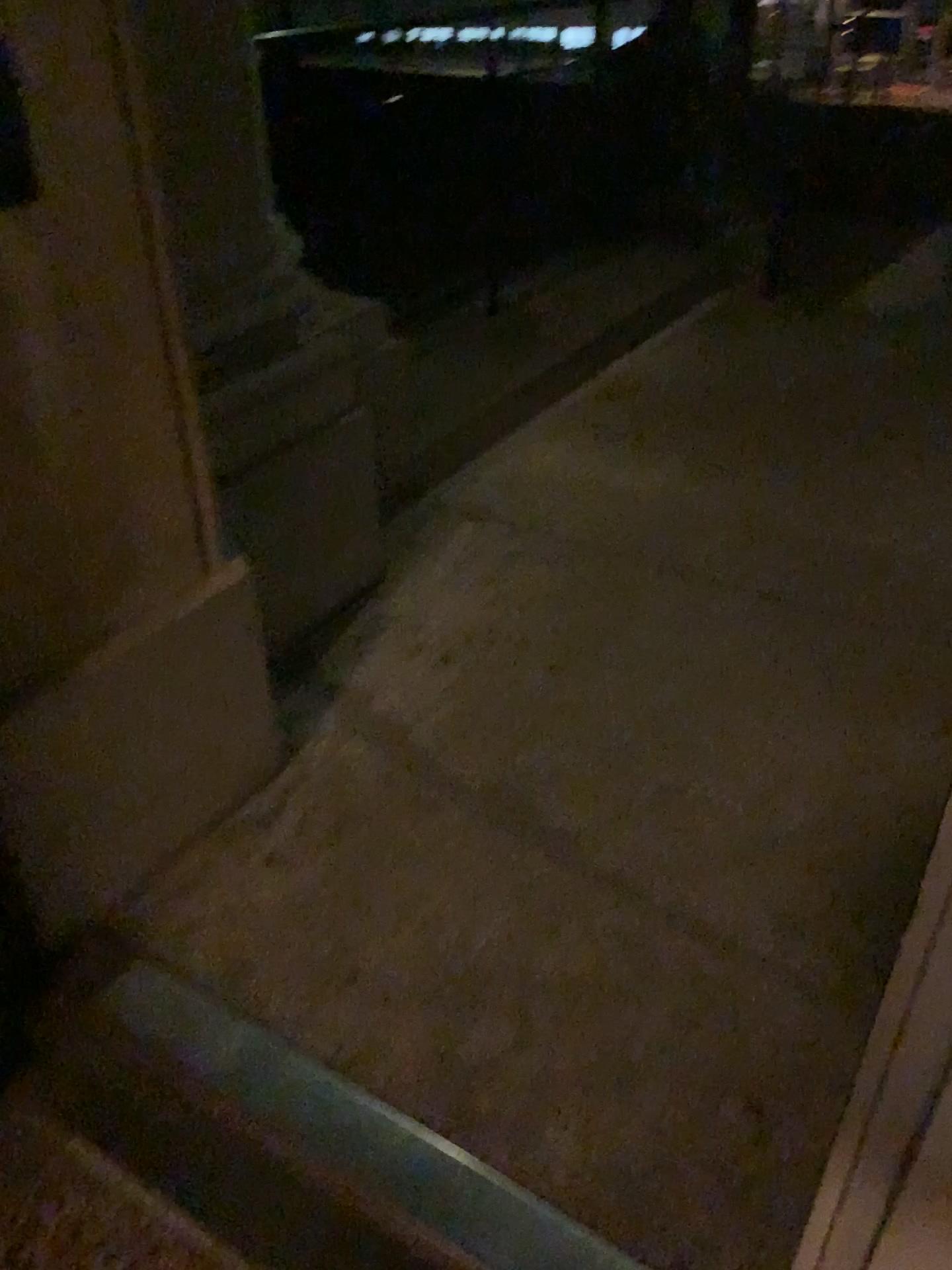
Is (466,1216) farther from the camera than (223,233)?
No

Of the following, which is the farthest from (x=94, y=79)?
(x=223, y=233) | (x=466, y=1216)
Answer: (x=466, y=1216)

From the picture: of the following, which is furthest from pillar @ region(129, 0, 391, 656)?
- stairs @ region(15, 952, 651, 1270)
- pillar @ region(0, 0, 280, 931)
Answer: stairs @ region(15, 952, 651, 1270)

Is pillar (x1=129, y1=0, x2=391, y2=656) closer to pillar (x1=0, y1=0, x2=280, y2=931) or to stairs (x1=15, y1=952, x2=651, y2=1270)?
pillar (x1=0, y1=0, x2=280, y2=931)

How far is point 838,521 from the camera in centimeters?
302cm

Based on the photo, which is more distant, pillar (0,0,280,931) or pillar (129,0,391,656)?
pillar (129,0,391,656)

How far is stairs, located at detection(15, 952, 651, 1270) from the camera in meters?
1.3

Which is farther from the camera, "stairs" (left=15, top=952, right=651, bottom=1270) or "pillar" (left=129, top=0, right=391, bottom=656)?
"pillar" (left=129, top=0, right=391, bottom=656)

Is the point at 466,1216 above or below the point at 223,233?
below
